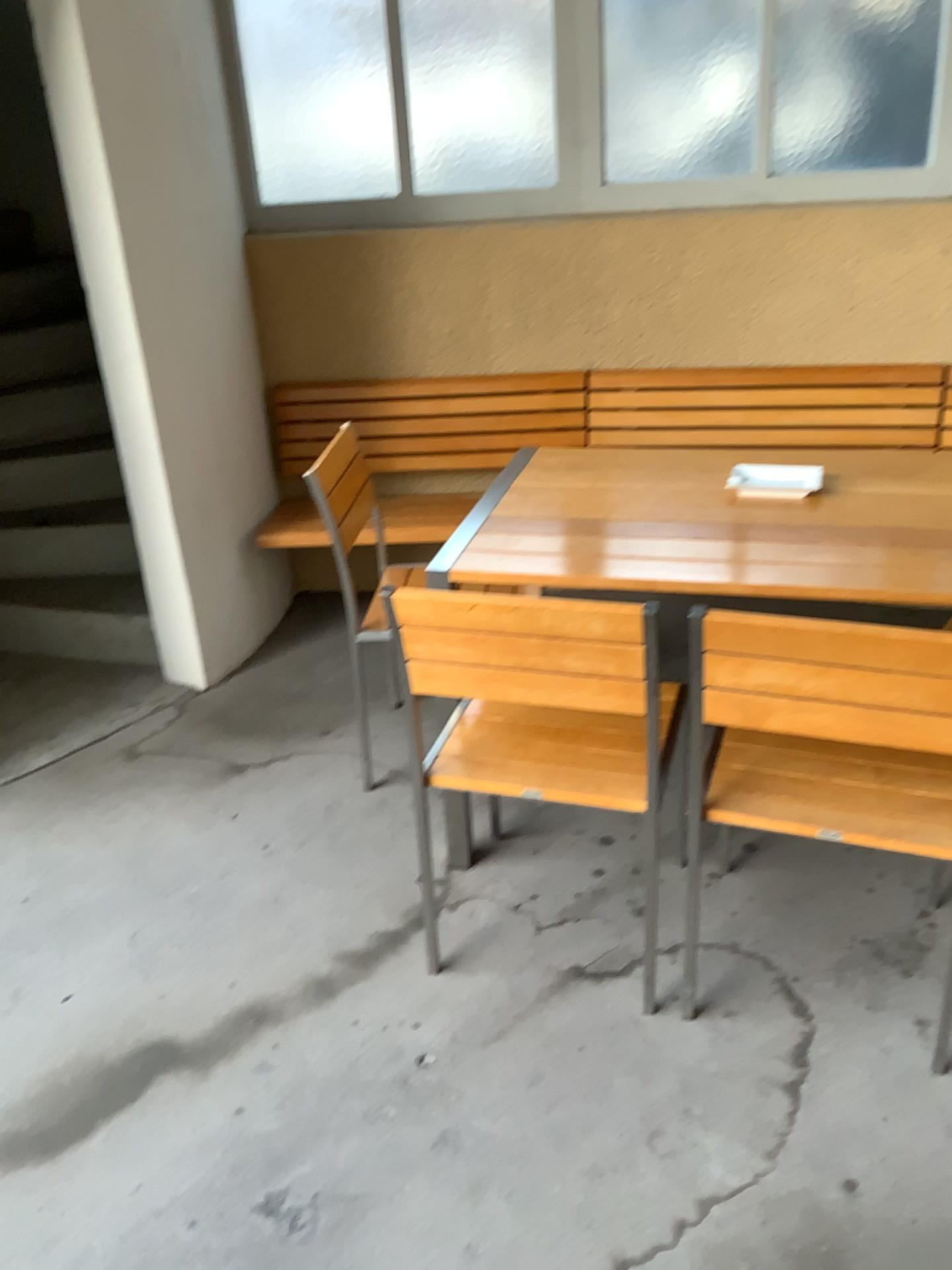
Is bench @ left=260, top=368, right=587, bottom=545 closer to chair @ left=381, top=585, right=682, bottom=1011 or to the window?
the window

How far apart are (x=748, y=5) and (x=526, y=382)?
1.3 meters

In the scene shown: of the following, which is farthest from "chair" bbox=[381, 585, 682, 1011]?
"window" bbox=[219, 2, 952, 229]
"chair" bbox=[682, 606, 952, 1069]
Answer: "window" bbox=[219, 2, 952, 229]

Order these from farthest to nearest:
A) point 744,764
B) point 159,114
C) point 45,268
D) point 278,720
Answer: point 45,268 < point 278,720 < point 159,114 < point 744,764

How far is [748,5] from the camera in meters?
3.2

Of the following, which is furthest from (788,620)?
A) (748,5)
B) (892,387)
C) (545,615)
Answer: (748,5)

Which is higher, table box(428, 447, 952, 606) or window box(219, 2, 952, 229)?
window box(219, 2, 952, 229)

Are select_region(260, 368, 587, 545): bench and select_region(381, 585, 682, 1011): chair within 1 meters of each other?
no

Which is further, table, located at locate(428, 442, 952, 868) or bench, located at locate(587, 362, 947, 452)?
bench, located at locate(587, 362, 947, 452)

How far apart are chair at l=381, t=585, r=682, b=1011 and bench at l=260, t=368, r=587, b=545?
1.44m
